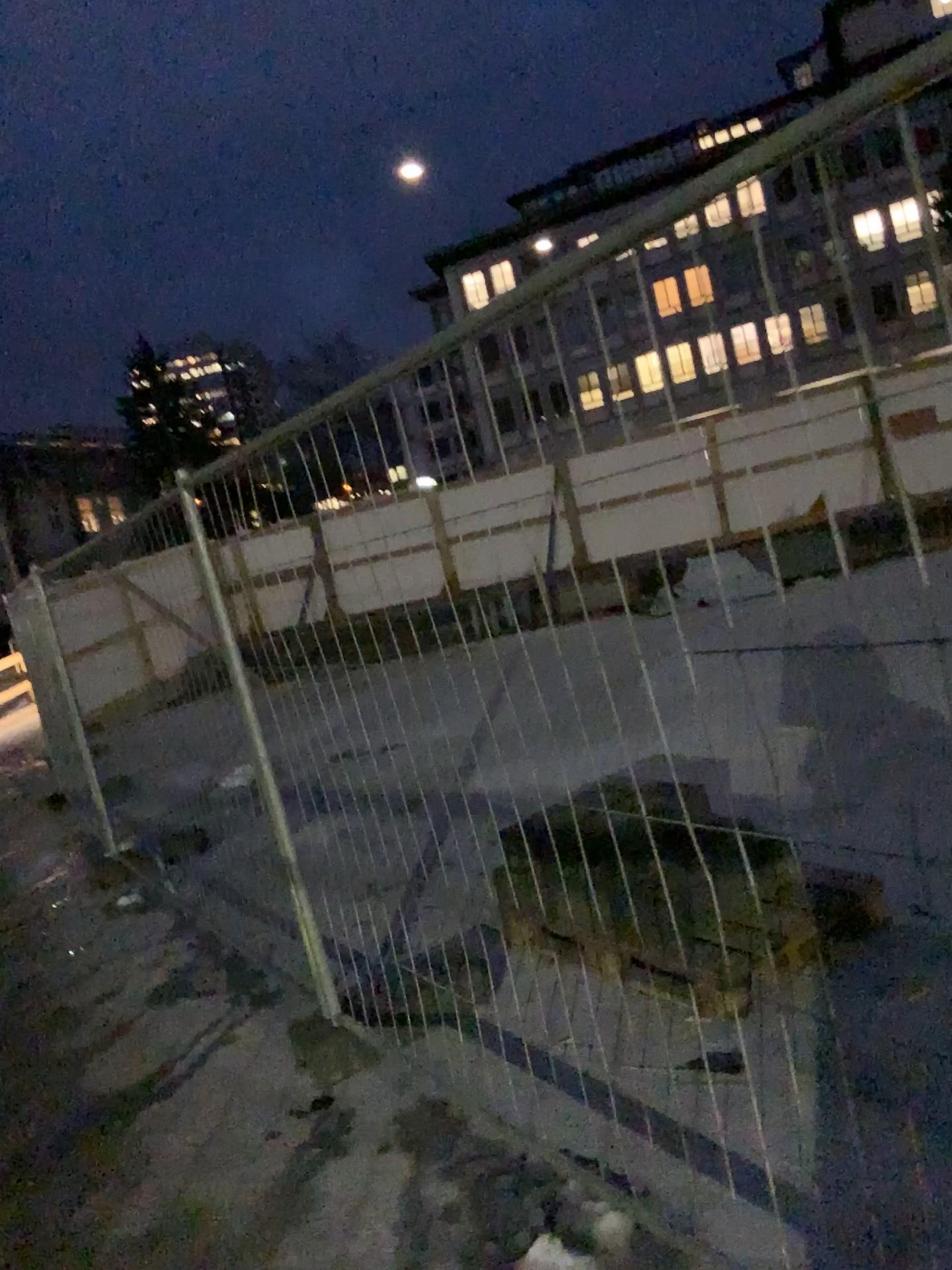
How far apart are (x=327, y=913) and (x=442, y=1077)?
0.6 meters
